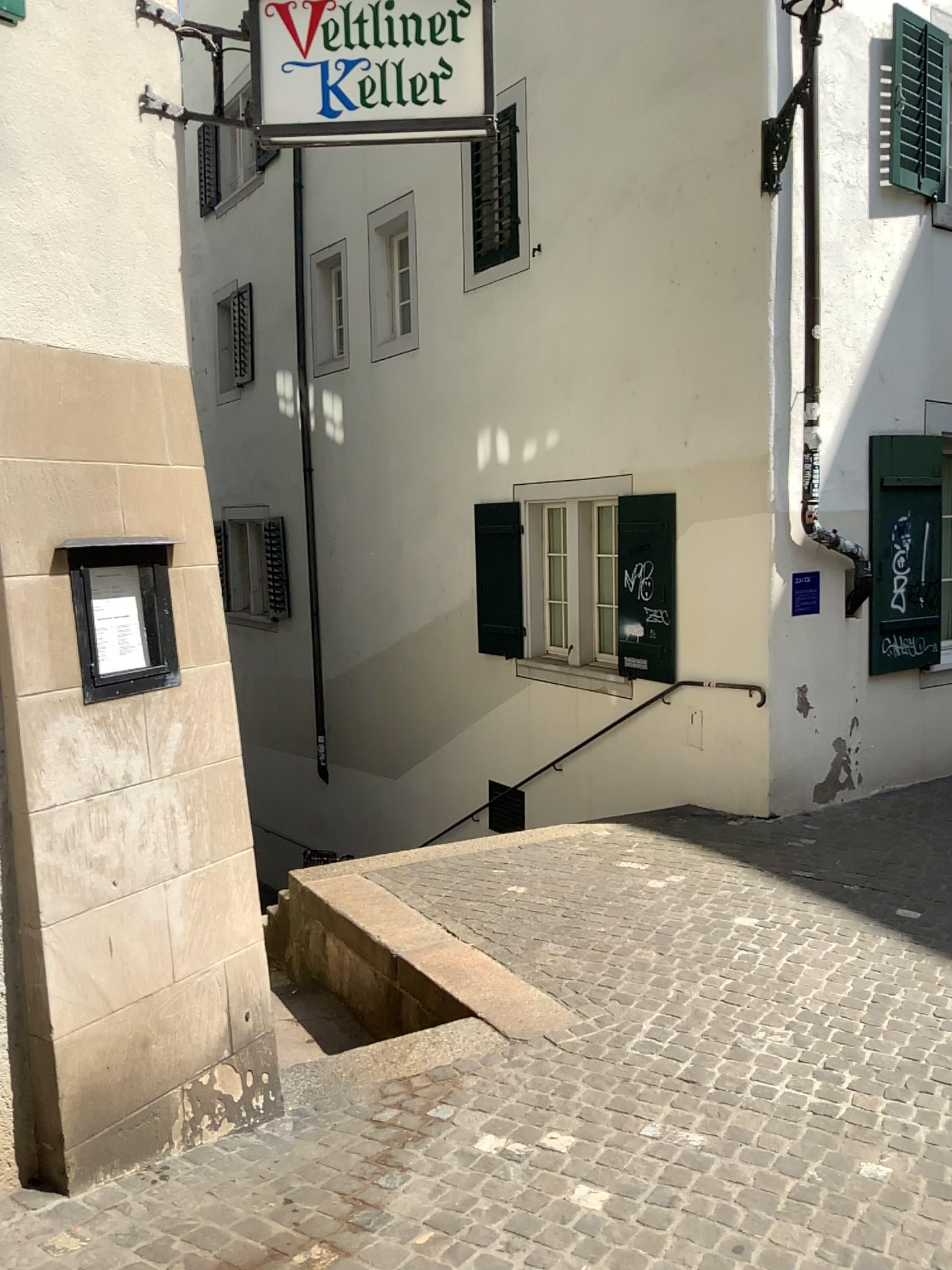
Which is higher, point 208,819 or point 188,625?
point 188,625
